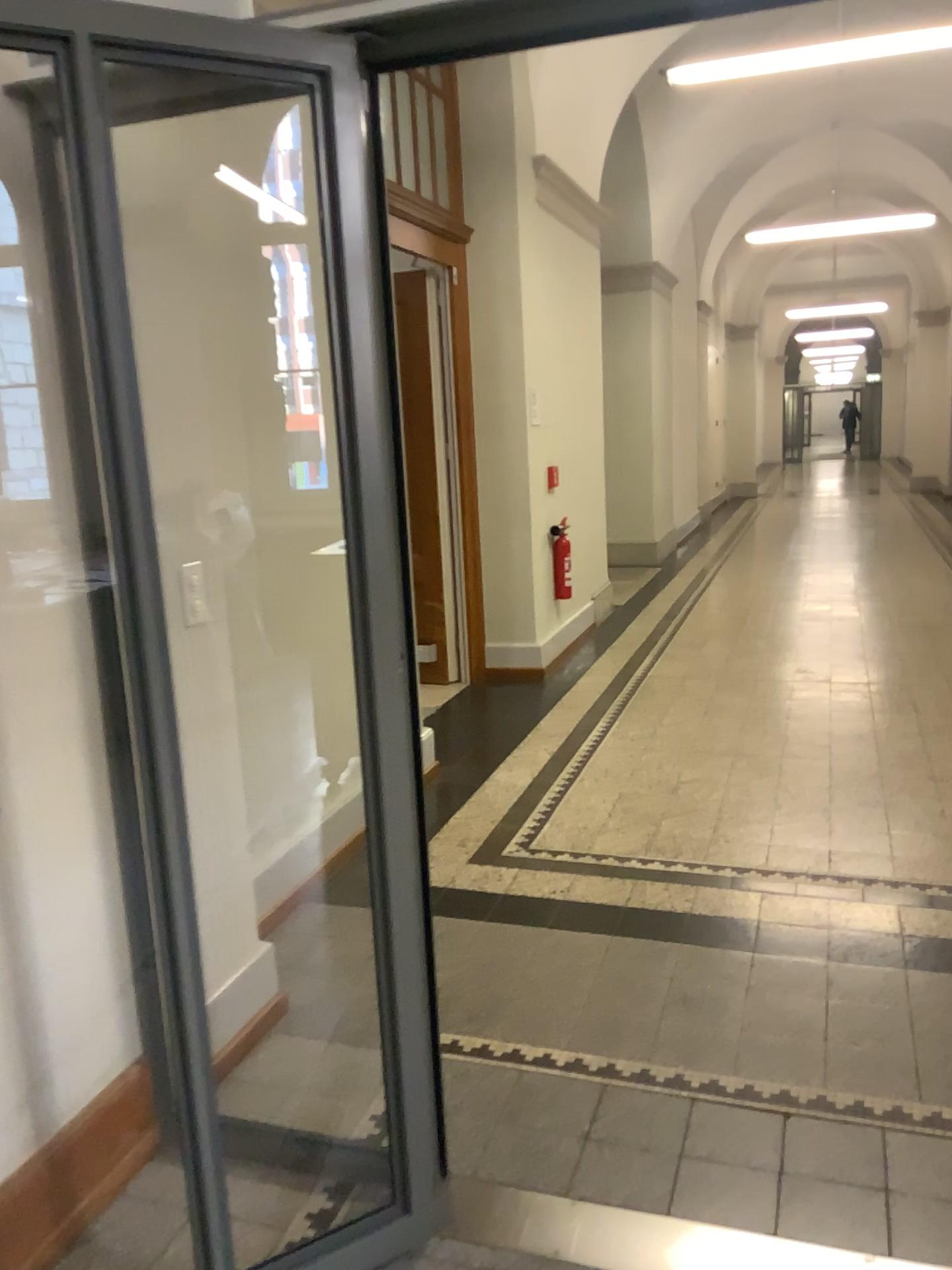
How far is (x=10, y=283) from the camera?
1.5 meters

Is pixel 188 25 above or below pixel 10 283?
above

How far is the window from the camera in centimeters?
145cm

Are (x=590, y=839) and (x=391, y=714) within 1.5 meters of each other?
no
